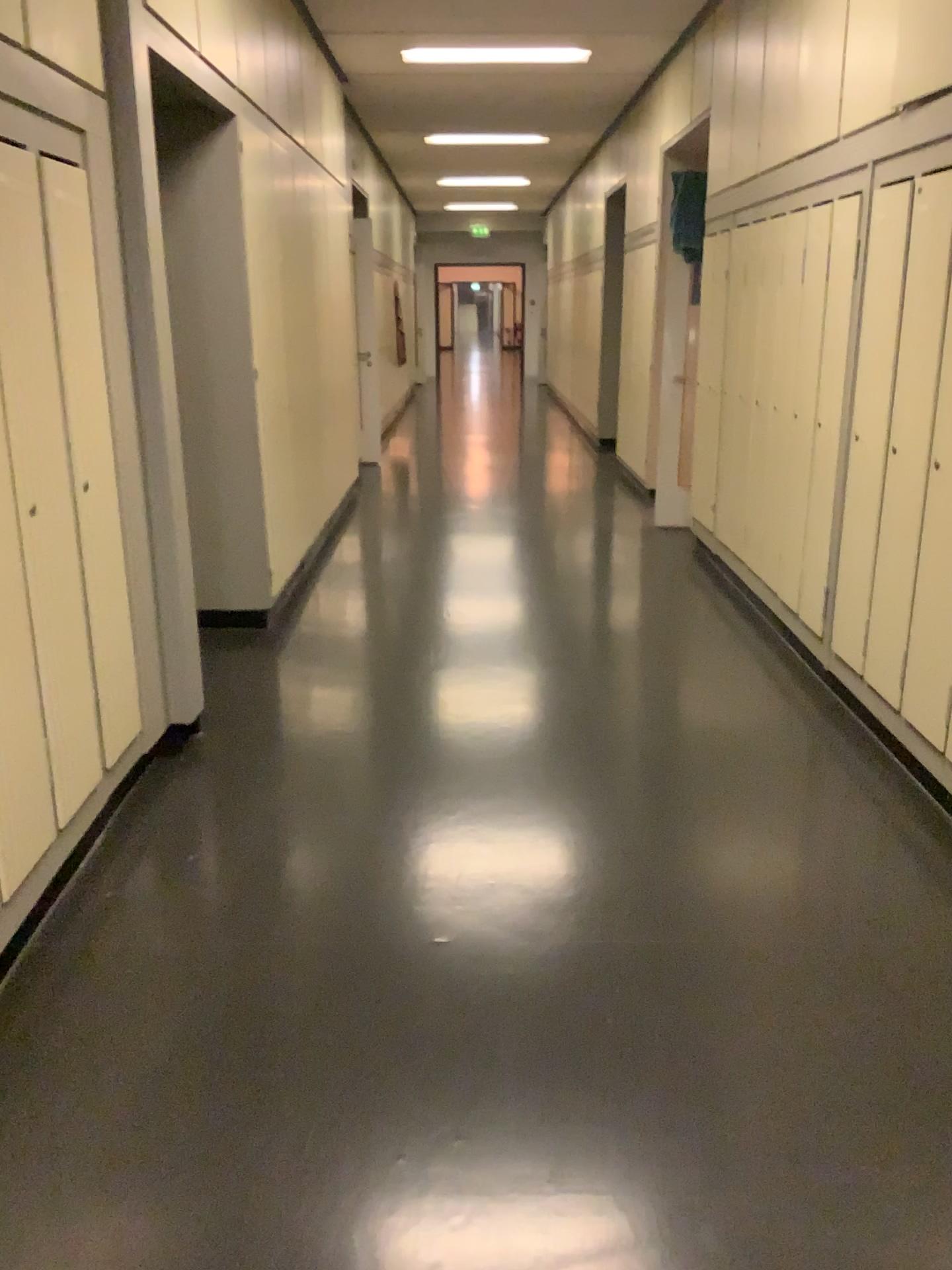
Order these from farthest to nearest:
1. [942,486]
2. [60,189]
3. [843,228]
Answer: [843,228], [942,486], [60,189]

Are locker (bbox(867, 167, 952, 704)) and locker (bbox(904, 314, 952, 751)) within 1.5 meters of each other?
yes

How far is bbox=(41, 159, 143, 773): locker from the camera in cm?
258

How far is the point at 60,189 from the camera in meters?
2.6 m

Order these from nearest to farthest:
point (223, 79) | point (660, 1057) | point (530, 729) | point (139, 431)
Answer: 1. point (660, 1057)
2. point (139, 431)
3. point (530, 729)
4. point (223, 79)

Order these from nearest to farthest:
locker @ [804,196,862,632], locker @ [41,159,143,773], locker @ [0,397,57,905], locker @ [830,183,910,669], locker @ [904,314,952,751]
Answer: locker @ [0,397,57,905], locker @ [41,159,143,773], locker @ [904,314,952,751], locker @ [830,183,910,669], locker @ [804,196,862,632]

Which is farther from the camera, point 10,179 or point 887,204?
point 887,204

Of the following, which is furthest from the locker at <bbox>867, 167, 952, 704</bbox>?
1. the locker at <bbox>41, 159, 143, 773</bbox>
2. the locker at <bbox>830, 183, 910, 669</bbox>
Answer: the locker at <bbox>41, 159, 143, 773</bbox>

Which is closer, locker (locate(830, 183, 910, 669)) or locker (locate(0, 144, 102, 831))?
locker (locate(0, 144, 102, 831))

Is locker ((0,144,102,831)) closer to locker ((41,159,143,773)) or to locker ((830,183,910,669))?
locker ((41,159,143,773))
